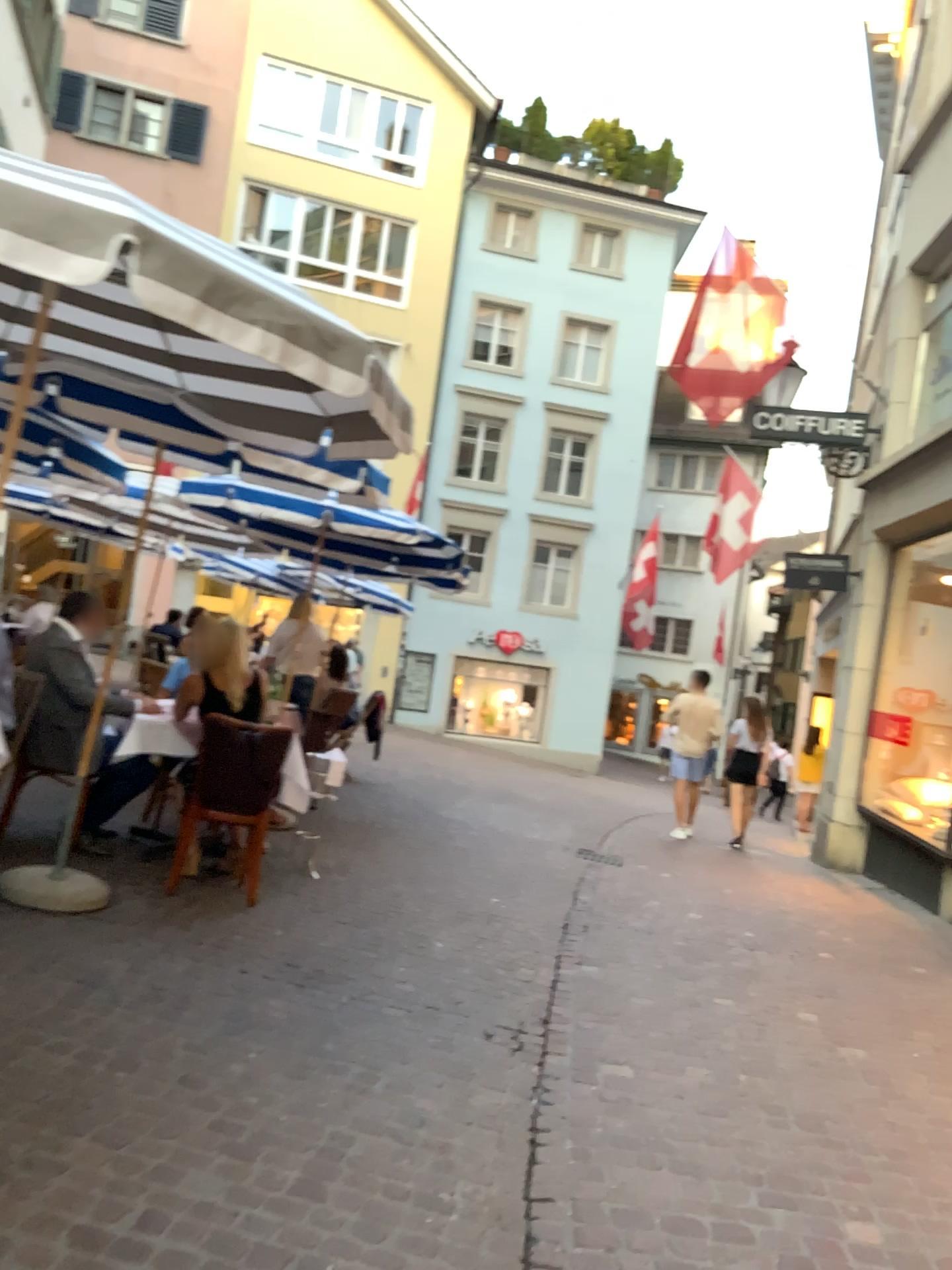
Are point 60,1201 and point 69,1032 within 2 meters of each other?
yes
